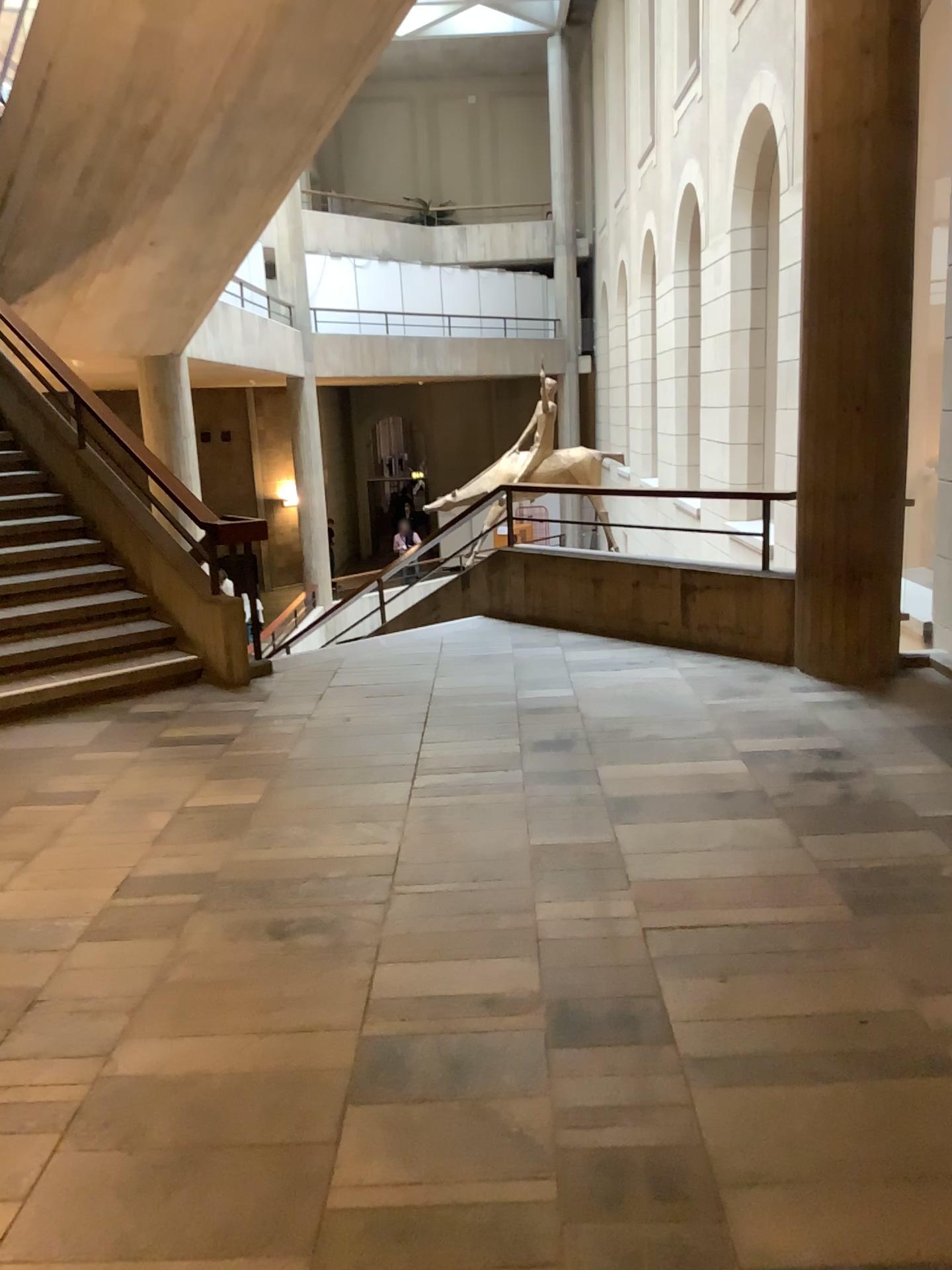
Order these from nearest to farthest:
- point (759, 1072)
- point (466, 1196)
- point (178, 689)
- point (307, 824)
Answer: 1. point (466, 1196)
2. point (759, 1072)
3. point (307, 824)
4. point (178, 689)
